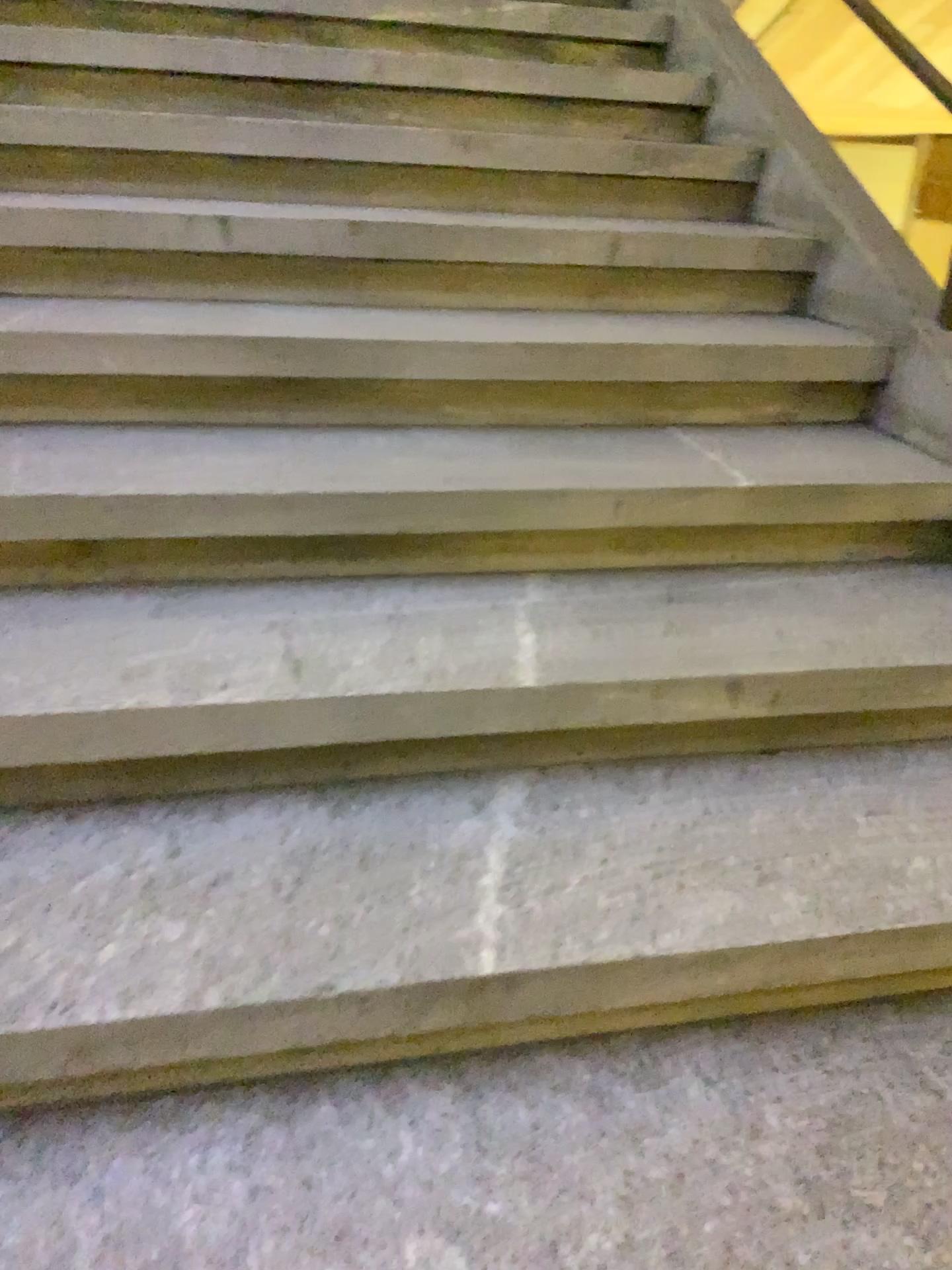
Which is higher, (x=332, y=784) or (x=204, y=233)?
(x=204, y=233)
